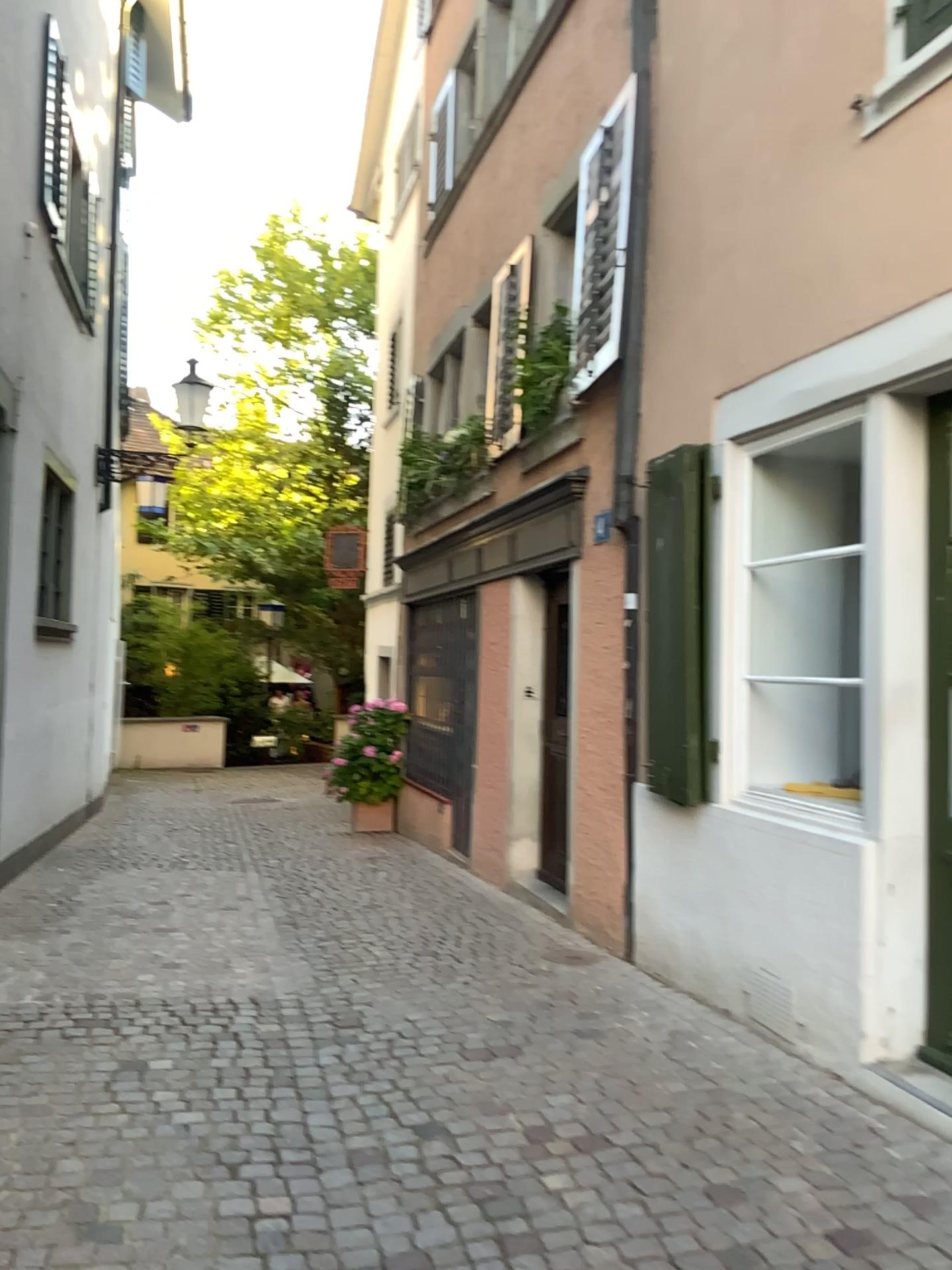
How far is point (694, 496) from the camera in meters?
4.5

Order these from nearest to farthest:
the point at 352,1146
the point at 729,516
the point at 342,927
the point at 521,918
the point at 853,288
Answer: the point at 352,1146
the point at 853,288
the point at 729,516
the point at 342,927
the point at 521,918

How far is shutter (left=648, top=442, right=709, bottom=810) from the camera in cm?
454
